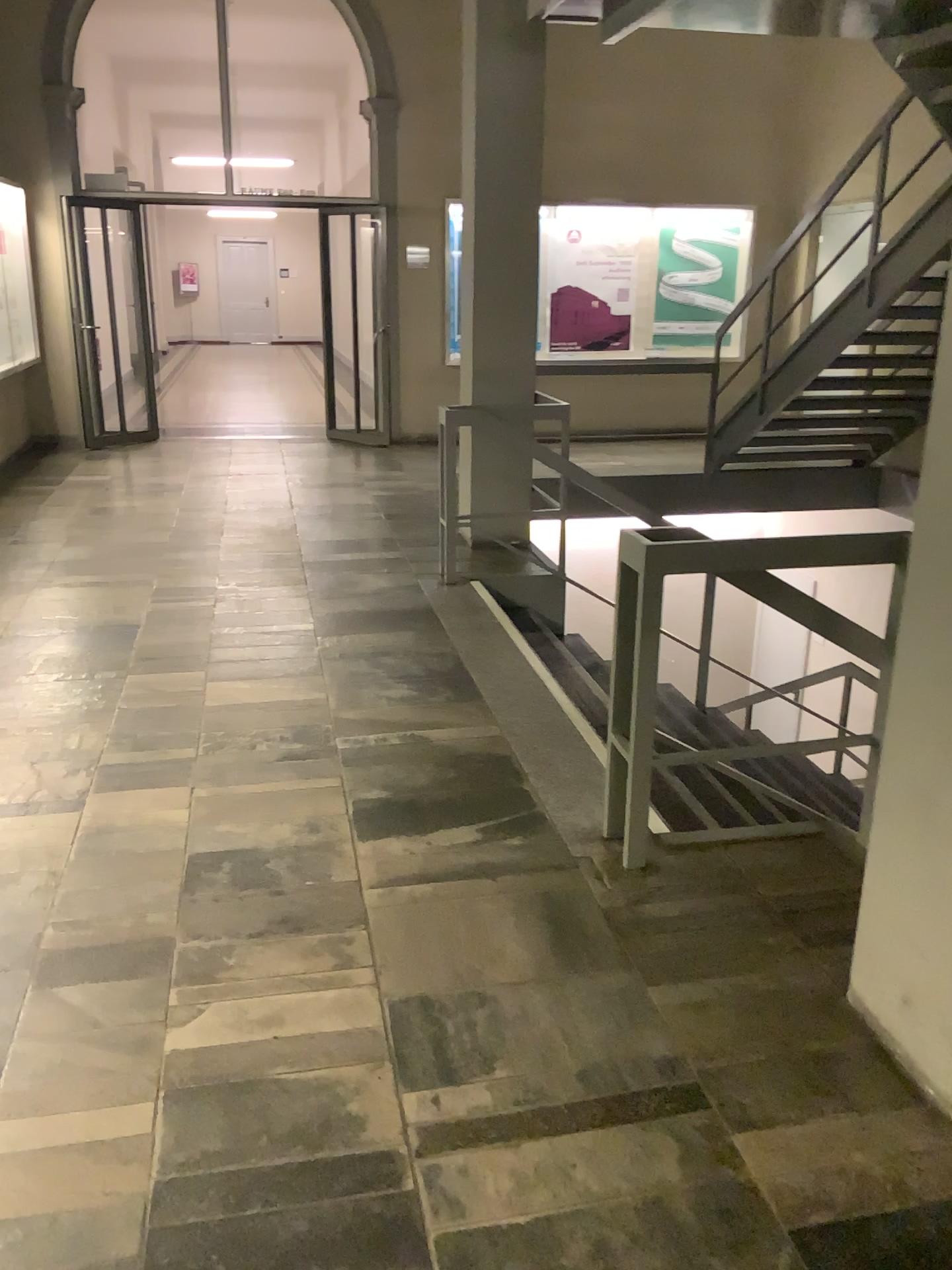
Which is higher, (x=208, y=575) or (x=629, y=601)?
(x=629, y=601)
